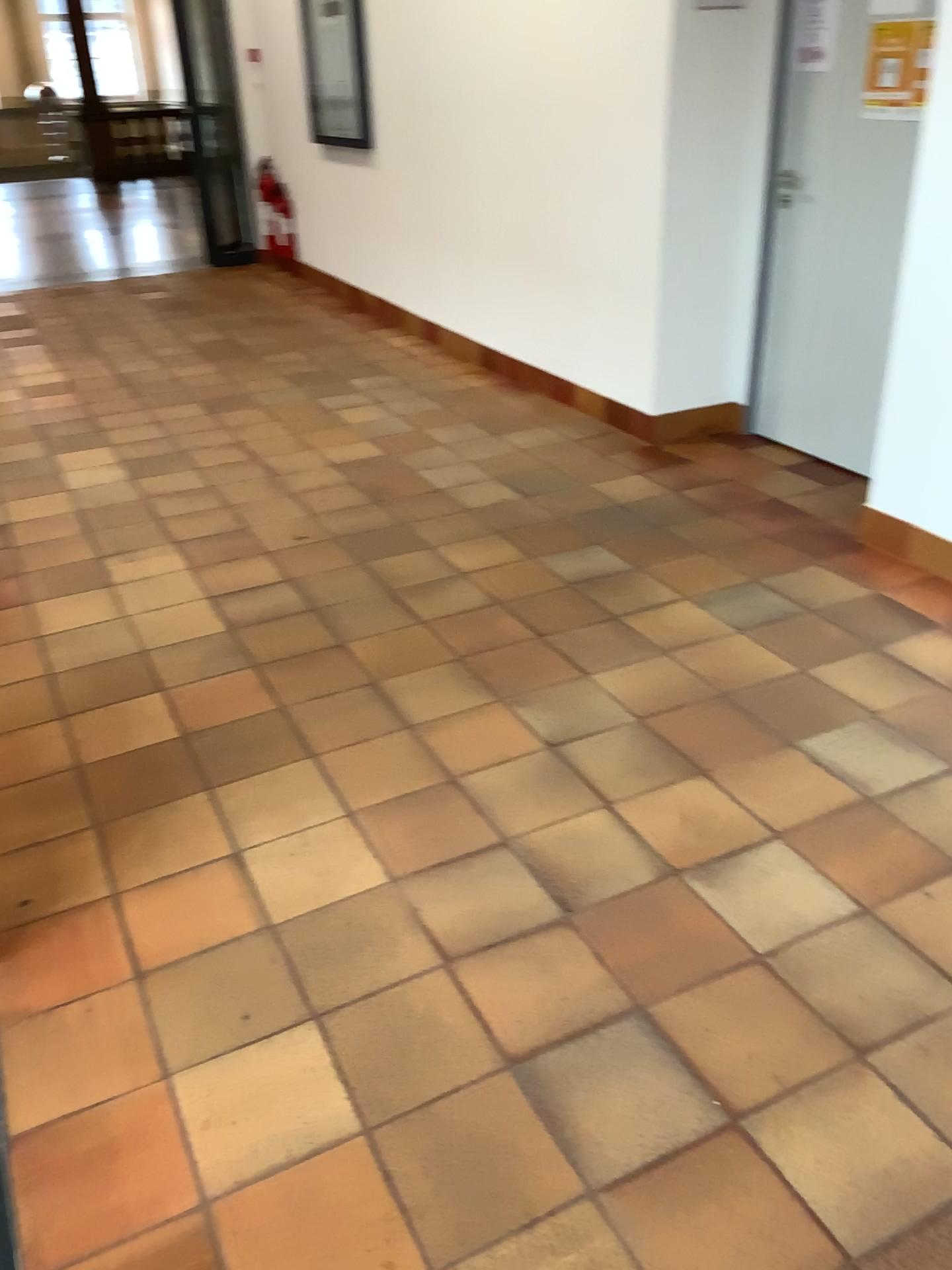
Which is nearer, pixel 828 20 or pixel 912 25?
pixel 912 25

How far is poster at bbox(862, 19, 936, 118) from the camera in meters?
3.2 m

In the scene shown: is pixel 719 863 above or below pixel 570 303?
below

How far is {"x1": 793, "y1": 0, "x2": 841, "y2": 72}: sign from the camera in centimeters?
353cm

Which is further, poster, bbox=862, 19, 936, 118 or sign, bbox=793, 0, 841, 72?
sign, bbox=793, 0, 841, 72

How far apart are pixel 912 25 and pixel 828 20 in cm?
39

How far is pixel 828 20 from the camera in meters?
3.5 m
